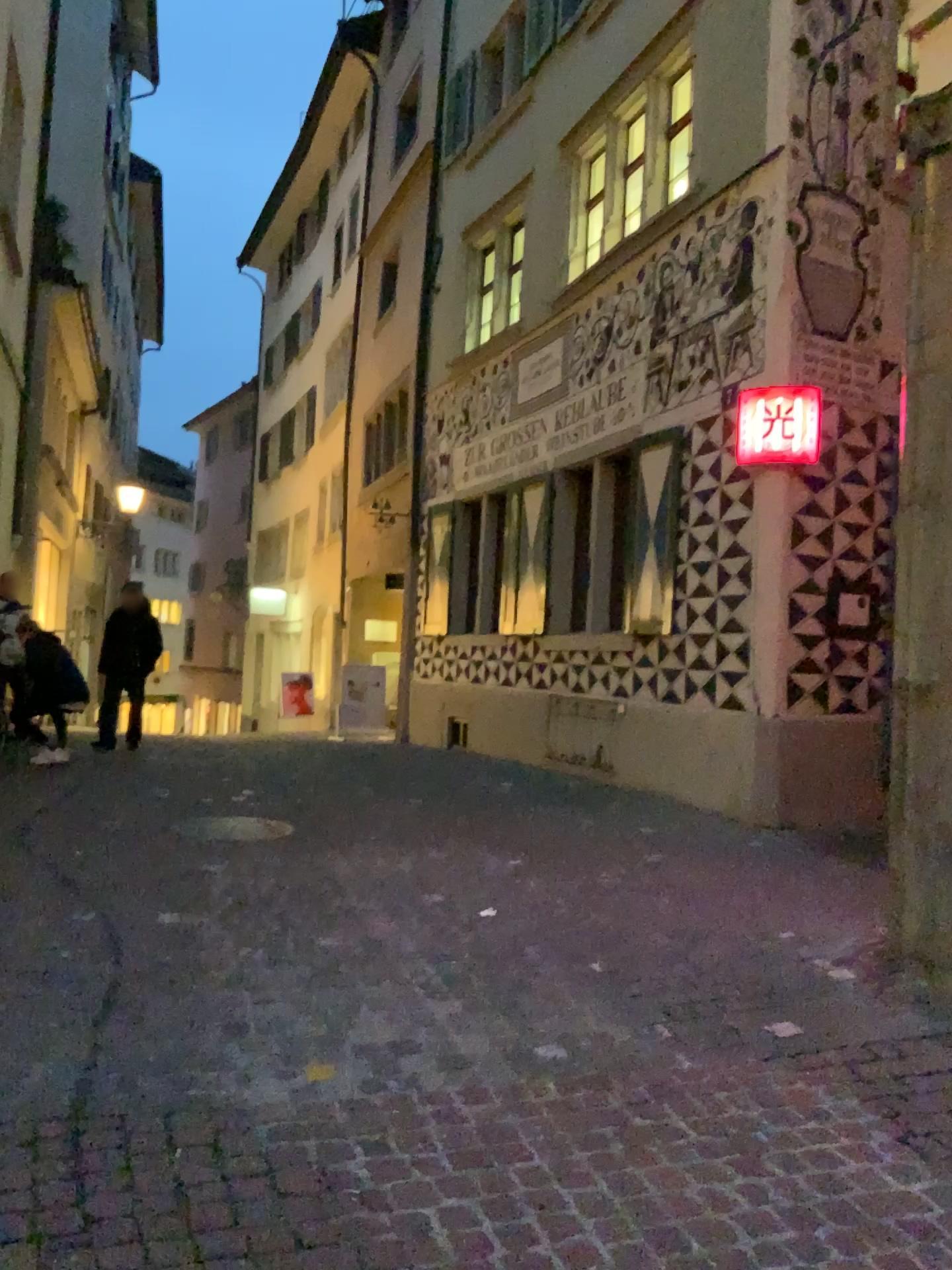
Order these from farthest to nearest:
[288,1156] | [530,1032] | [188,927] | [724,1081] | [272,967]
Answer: [188,927]
[272,967]
[530,1032]
[724,1081]
[288,1156]
